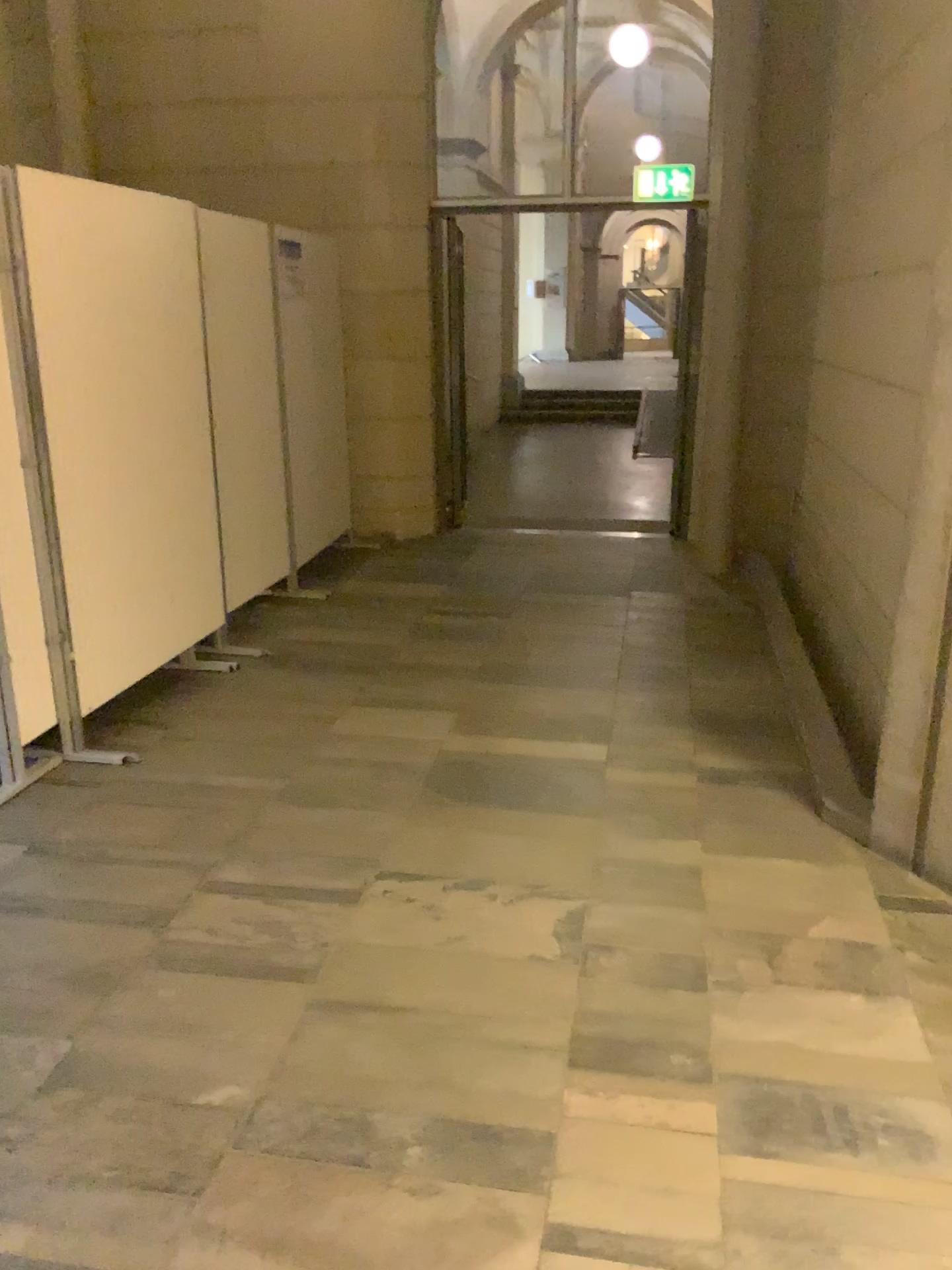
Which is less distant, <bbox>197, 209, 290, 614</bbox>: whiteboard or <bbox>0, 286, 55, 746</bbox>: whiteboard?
<bbox>0, 286, 55, 746</bbox>: whiteboard

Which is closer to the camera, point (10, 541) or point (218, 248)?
point (10, 541)

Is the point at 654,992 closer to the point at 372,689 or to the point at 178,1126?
the point at 178,1126

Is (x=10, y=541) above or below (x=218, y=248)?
below
